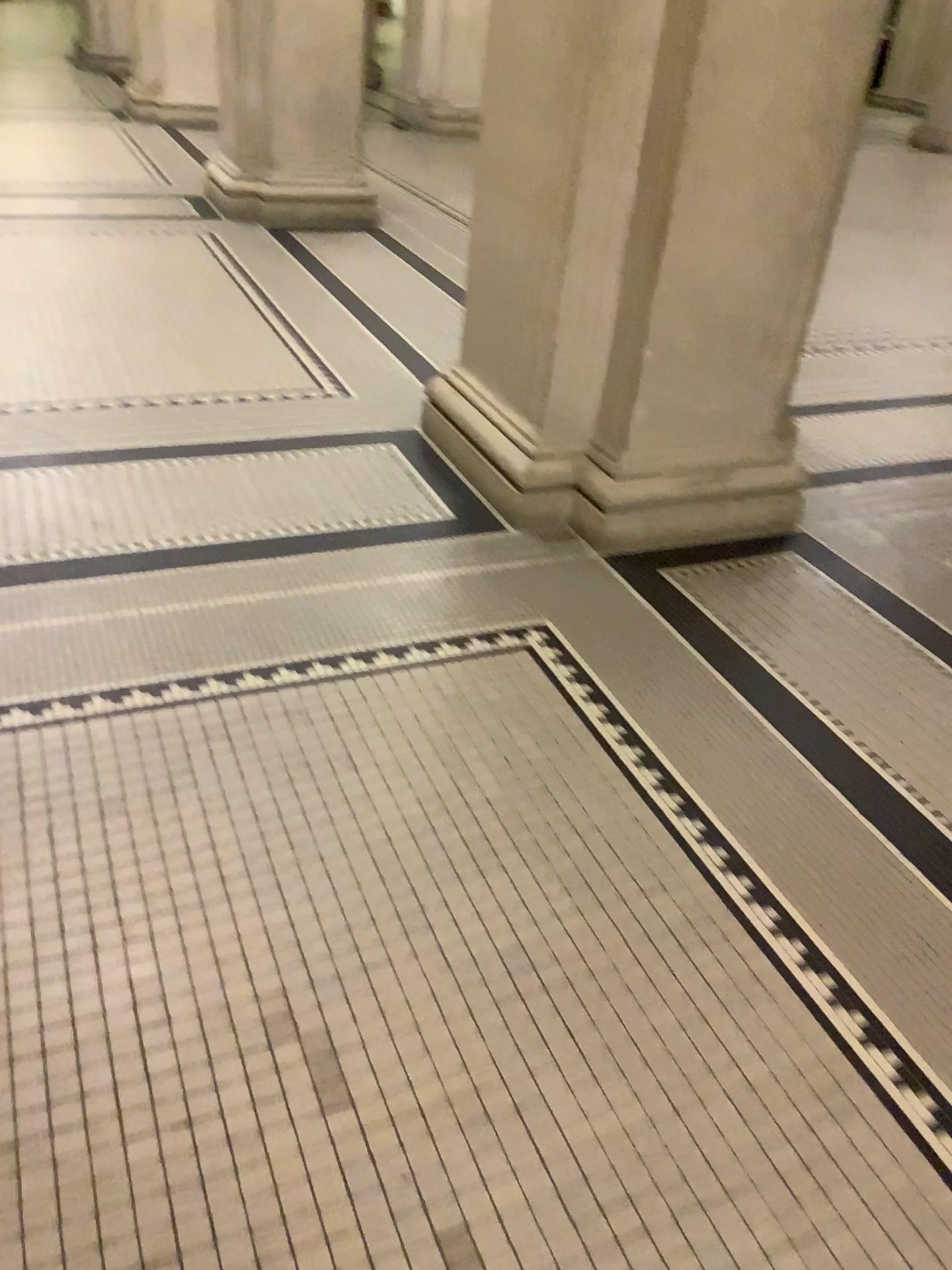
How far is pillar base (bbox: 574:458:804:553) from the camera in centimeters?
306cm

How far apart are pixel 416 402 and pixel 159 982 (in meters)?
2.67

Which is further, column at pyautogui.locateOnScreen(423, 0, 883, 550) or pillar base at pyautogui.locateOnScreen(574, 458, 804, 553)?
pillar base at pyautogui.locateOnScreen(574, 458, 804, 553)

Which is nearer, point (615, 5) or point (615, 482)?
point (615, 5)

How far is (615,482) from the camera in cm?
306

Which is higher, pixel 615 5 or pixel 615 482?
pixel 615 5
